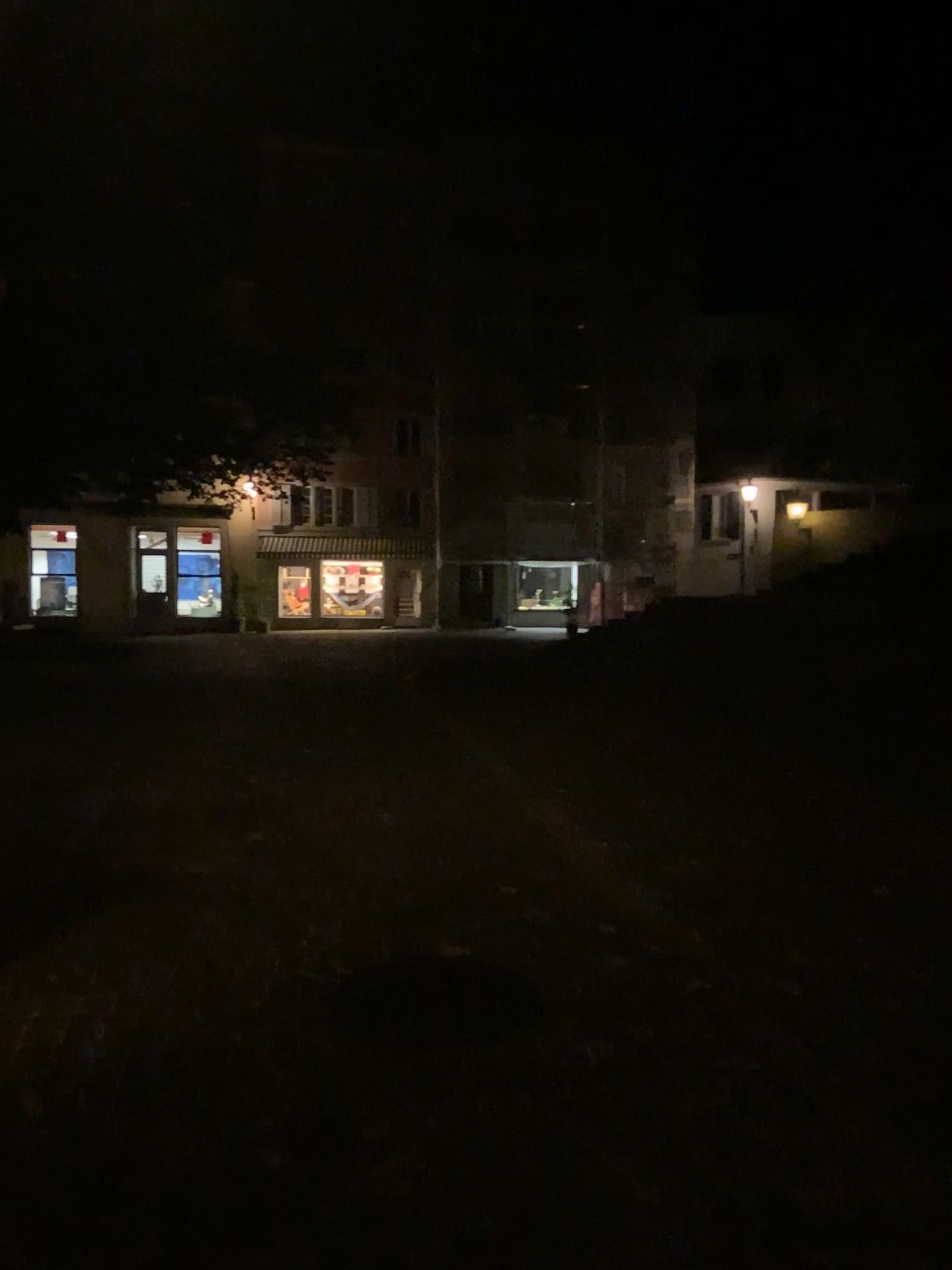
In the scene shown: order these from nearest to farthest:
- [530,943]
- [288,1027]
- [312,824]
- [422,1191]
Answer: [422,1191], [288,1027], [530,943], [312,824]
